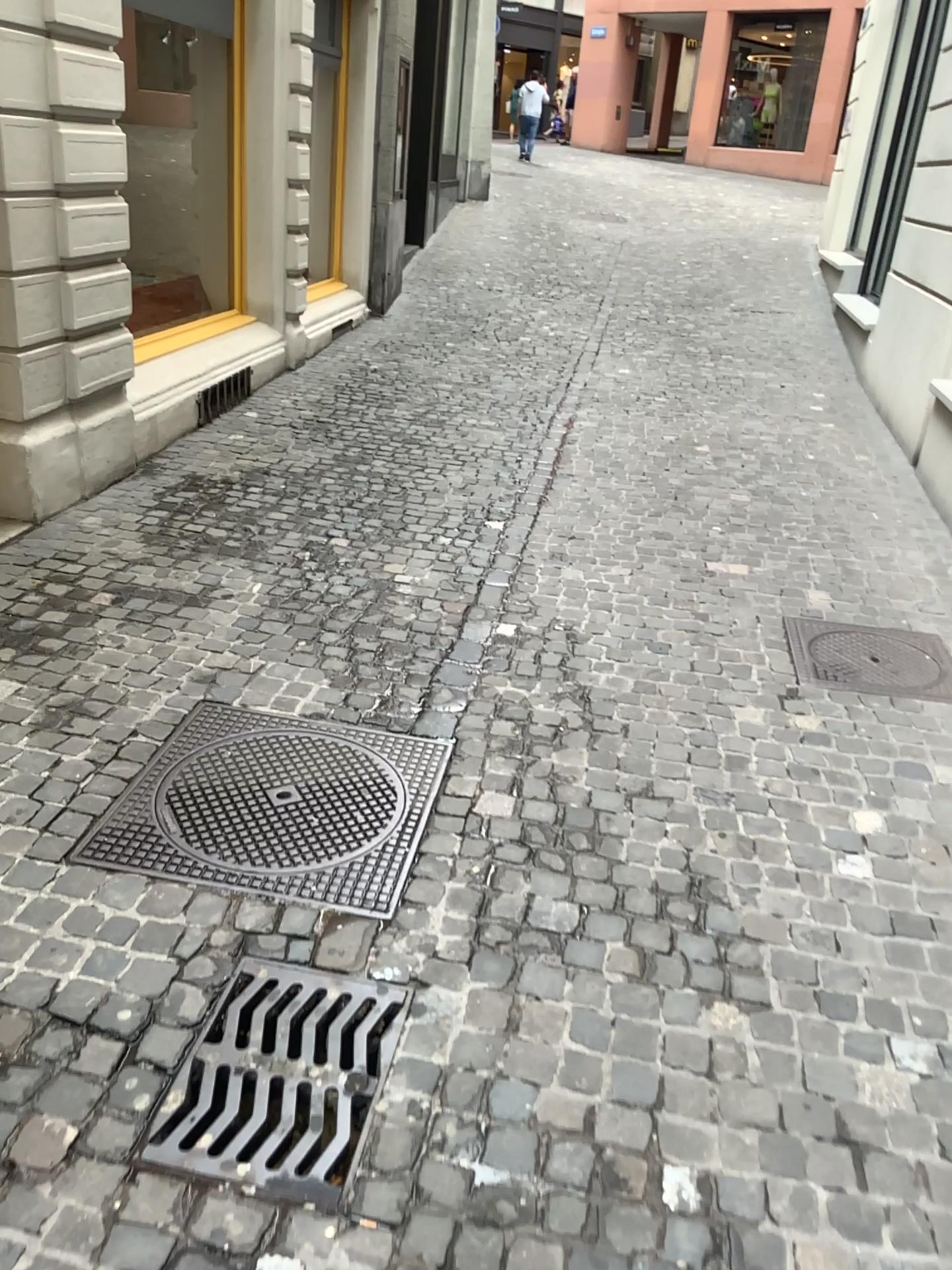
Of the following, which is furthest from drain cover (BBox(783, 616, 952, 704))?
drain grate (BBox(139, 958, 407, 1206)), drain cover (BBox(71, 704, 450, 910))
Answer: drain grate (BBox(139, 958, 407, 1206))

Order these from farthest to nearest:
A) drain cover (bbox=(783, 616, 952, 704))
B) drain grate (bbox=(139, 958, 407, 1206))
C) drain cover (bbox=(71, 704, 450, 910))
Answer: drain cover (bbox=(783, 616, 952, 704)), drain cover (bbox=(71, 704, 450, 910)), drain grate (bbox=(139, 958, 407, 1206))

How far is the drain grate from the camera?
1.9 meters

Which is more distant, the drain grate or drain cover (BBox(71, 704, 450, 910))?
drain cover (BBox(71, 704, 450, 910))

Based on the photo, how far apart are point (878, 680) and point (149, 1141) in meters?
2.8 m

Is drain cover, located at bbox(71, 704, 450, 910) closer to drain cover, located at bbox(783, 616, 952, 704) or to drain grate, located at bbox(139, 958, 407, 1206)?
drain grate, located at bbox(139, 958, 407, 1206)

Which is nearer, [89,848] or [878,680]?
[89,848]

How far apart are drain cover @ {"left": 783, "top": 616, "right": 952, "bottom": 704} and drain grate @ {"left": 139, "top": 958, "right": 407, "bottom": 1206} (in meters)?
Result: 2.07

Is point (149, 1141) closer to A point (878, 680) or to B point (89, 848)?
B point (89, 848)

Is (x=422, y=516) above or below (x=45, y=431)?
below
